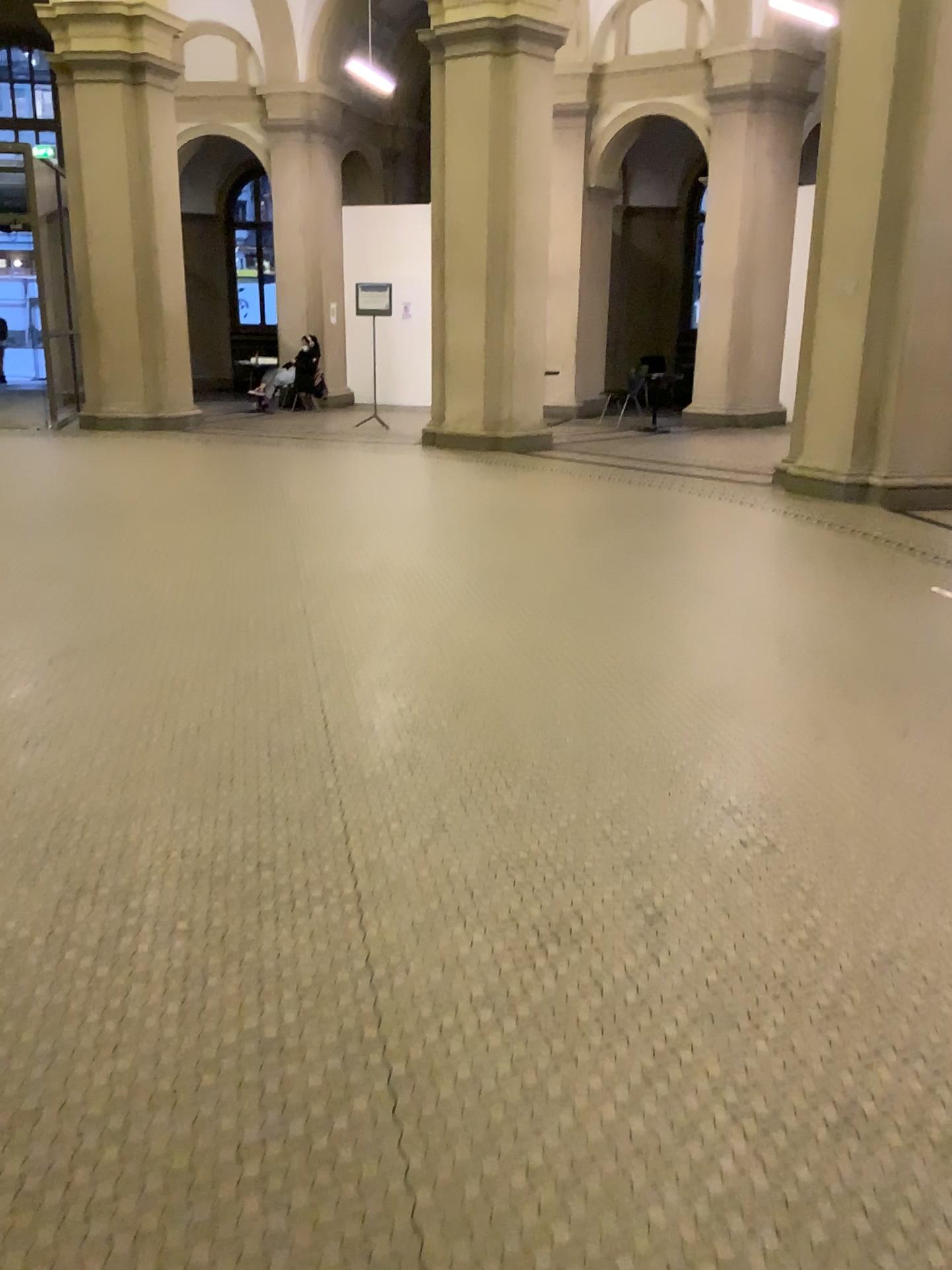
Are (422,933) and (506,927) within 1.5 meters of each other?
yes
